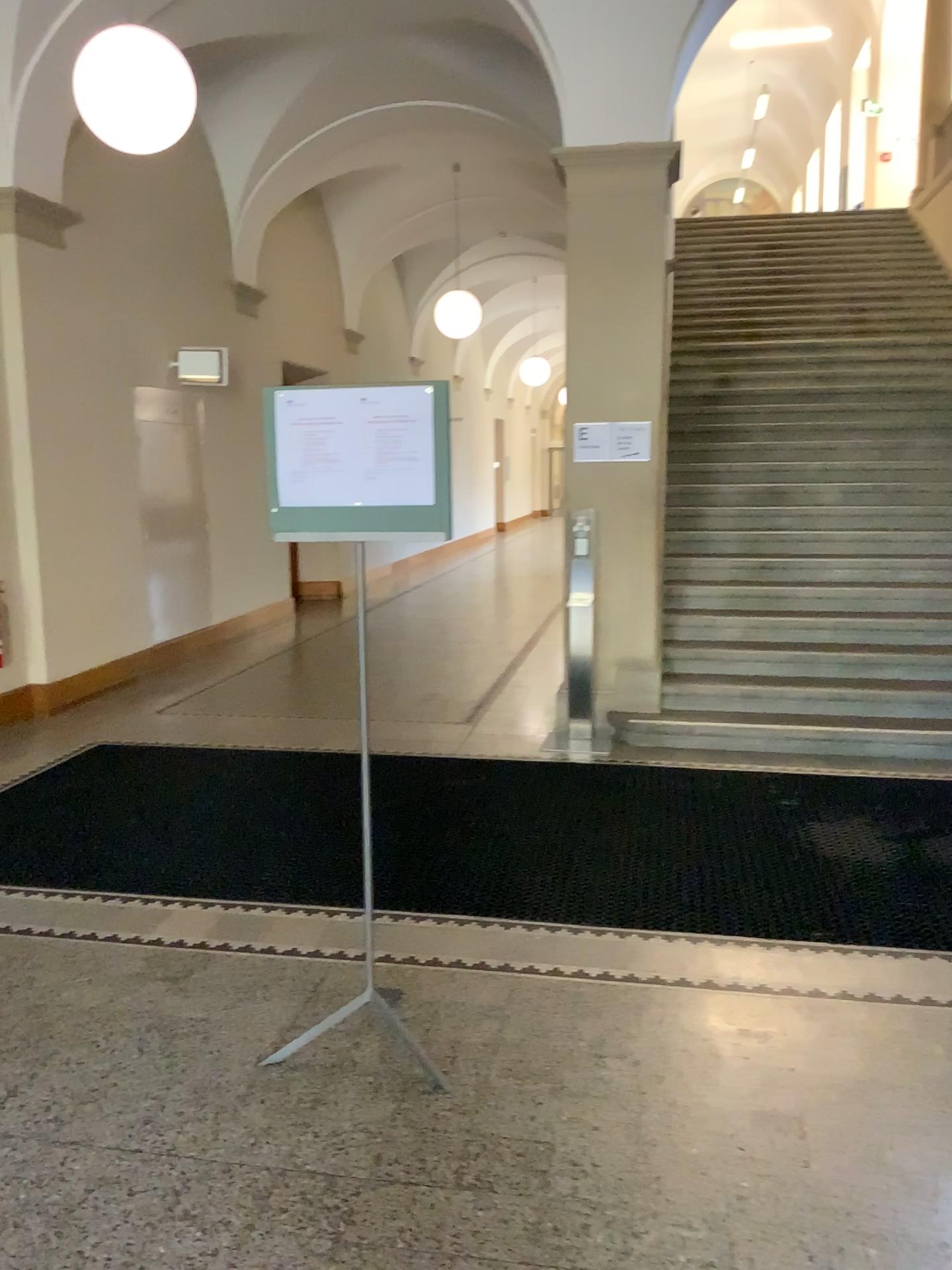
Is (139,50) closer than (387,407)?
No

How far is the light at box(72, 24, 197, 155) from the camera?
4.3 meters

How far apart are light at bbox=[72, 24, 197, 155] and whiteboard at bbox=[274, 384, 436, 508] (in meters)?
2.40

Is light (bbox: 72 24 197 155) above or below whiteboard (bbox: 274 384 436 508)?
above

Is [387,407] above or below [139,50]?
below

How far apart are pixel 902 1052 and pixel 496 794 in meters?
2.5

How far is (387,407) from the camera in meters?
2.7

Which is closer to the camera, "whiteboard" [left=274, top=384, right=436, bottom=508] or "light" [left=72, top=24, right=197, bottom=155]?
"whiteboard" [left=274, top=384, right=436, bottom=508]

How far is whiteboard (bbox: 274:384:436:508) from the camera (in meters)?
2.70
